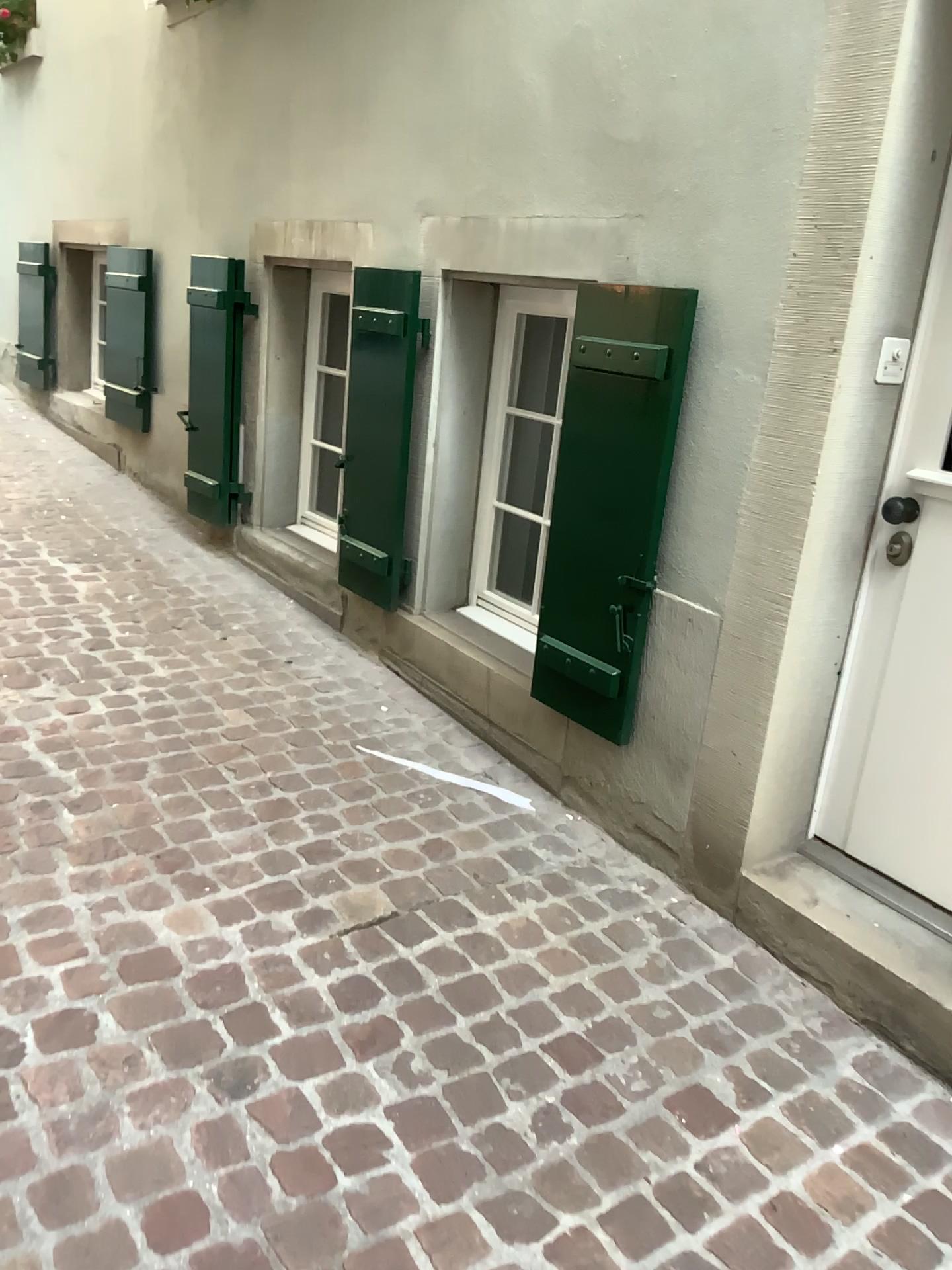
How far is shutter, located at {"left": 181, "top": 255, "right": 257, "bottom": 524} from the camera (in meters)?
4.21

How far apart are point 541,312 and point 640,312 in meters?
0.8 m

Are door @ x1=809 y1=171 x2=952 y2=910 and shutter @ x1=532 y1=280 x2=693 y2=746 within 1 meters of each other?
yes

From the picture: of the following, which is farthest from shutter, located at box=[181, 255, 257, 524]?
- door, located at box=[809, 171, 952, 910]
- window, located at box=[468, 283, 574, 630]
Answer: door, located at box=[809, 171, 952, 910]

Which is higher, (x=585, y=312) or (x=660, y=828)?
(x=585, y=312)

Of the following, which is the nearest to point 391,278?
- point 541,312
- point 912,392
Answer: point 541,312

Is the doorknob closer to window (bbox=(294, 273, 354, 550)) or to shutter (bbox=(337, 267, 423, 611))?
shutter (bbox=(337, 267, 423, 611))

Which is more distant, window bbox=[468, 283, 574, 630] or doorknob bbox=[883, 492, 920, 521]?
window bbox=[468, 283, 574, 630]

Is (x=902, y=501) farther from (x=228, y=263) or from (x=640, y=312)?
(x=228, y=263)

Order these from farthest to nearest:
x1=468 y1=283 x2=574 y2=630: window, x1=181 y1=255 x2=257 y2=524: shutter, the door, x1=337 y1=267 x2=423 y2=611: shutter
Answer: x1=181 y1=255 x2=257 y2=524: shutter < x1=337 y1=267 x2=423 y2=611: shutter < x1=468 y1=283 x2=574 y2=630: window < the door
